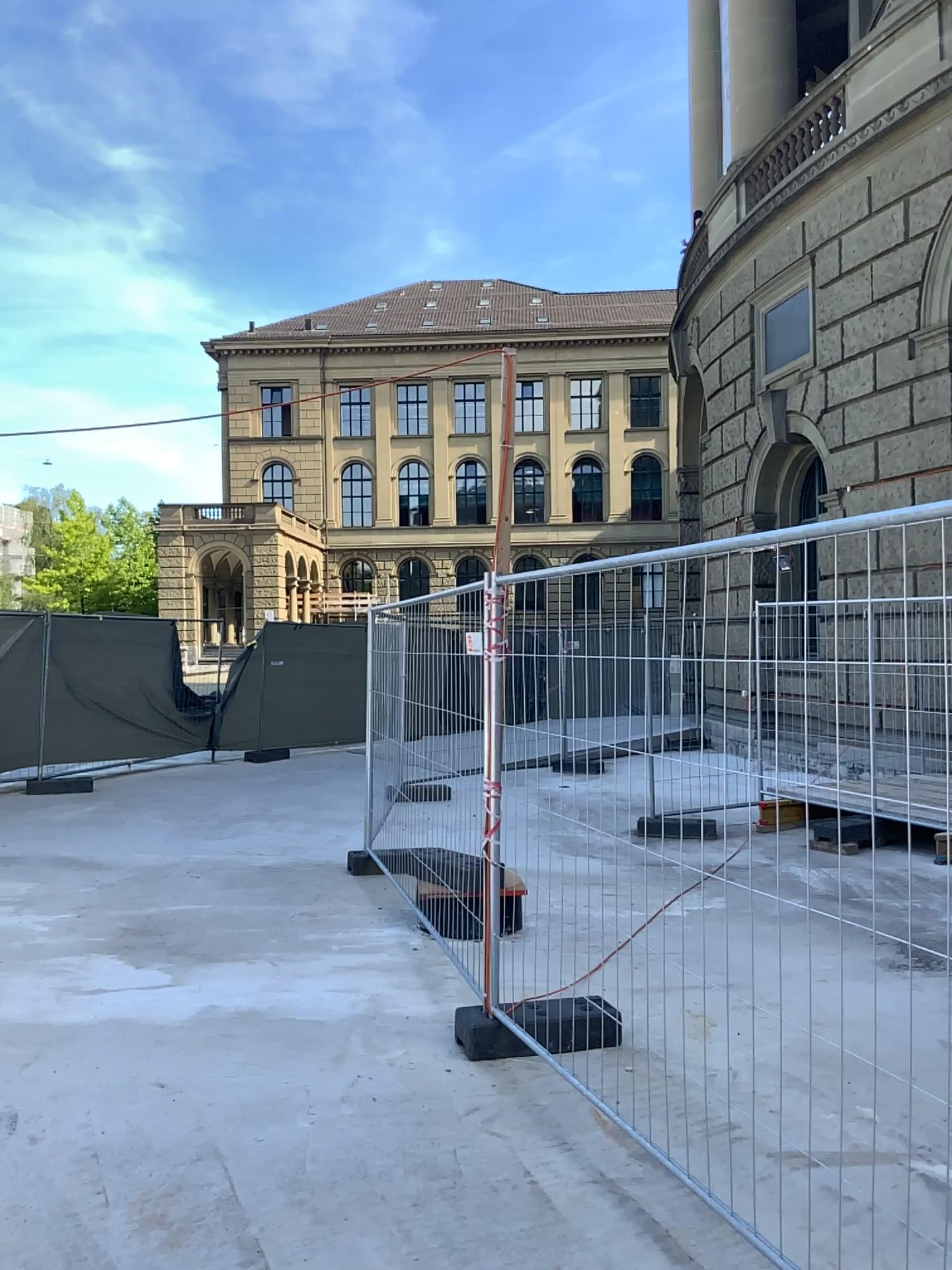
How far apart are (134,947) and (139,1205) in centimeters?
243cm
